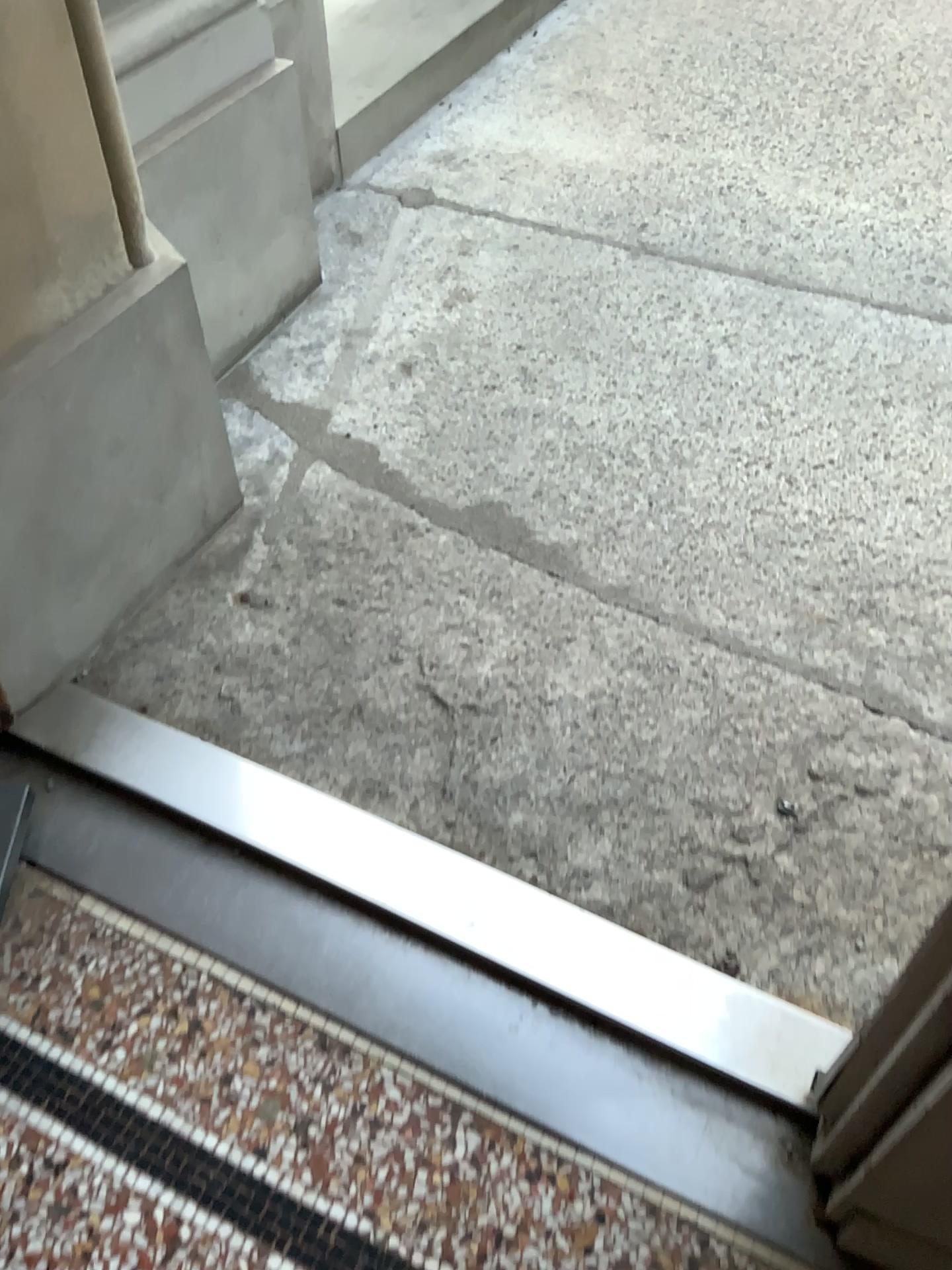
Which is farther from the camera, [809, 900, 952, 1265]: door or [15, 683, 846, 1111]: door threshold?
[15, 683, 846, 1111]: door threshold

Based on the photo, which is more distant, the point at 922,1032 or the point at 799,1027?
the point at 799,1027

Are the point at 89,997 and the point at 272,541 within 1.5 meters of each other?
yes

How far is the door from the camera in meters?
0.9 m

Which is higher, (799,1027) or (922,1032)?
(922,1032)

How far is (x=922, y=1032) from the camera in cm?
85

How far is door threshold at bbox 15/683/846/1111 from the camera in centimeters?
125cm
